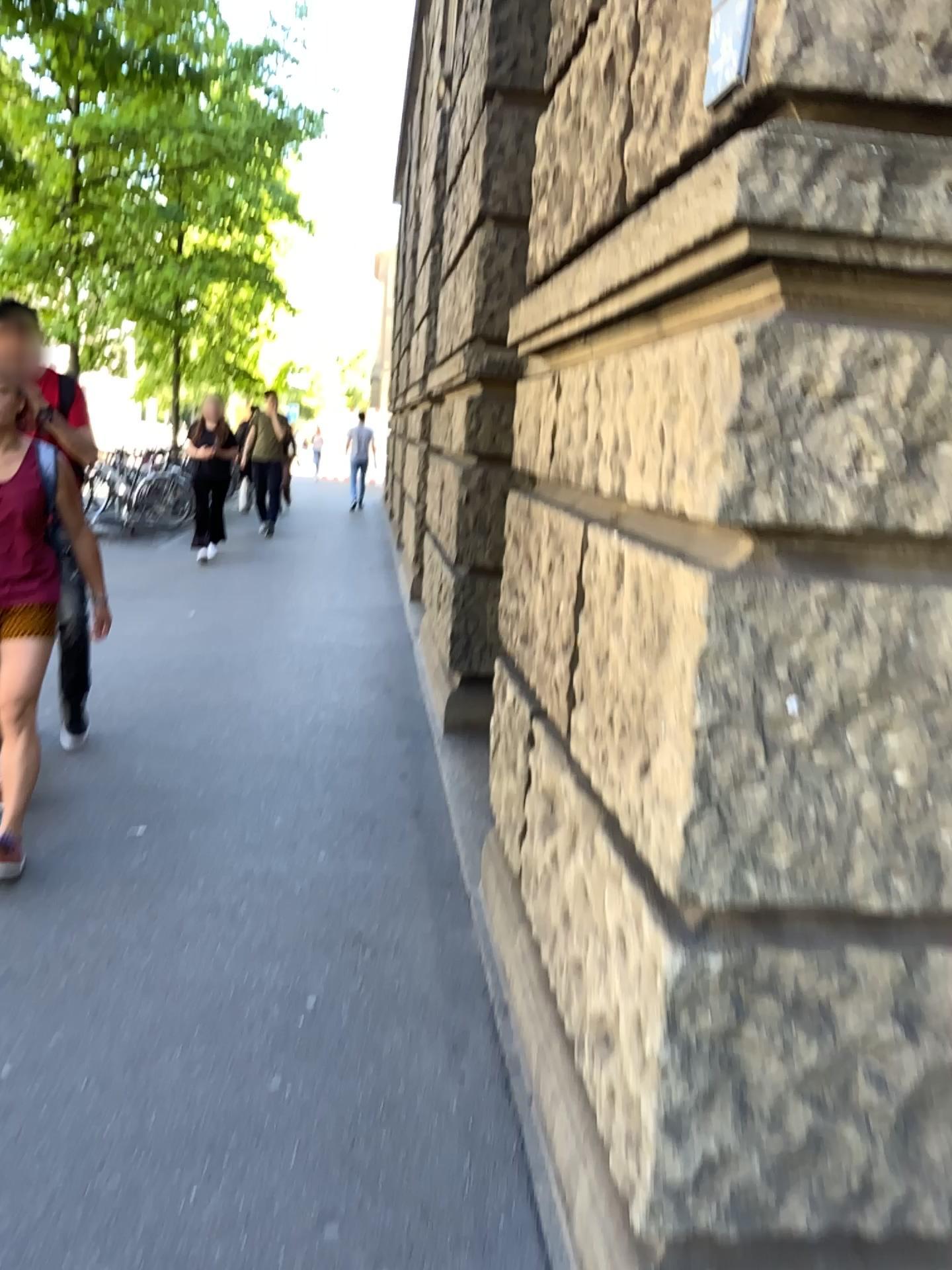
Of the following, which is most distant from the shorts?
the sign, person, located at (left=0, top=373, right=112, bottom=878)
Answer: the sign

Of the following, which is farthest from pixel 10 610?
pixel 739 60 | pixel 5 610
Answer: pixel 739 60

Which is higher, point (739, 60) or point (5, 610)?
point (739, 60)

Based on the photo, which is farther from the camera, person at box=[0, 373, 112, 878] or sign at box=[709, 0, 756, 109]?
person at box=[0, 373, 112, 878]

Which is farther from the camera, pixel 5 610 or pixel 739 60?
pixel 5 610

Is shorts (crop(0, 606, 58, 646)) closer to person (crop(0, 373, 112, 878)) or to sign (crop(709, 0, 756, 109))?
person (crop(0, 373, 112, 878))

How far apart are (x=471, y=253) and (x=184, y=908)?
3.3 meters

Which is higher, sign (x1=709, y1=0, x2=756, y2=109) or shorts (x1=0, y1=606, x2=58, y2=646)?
sign (x1=709, y1=0, x2=756, y2=109)
